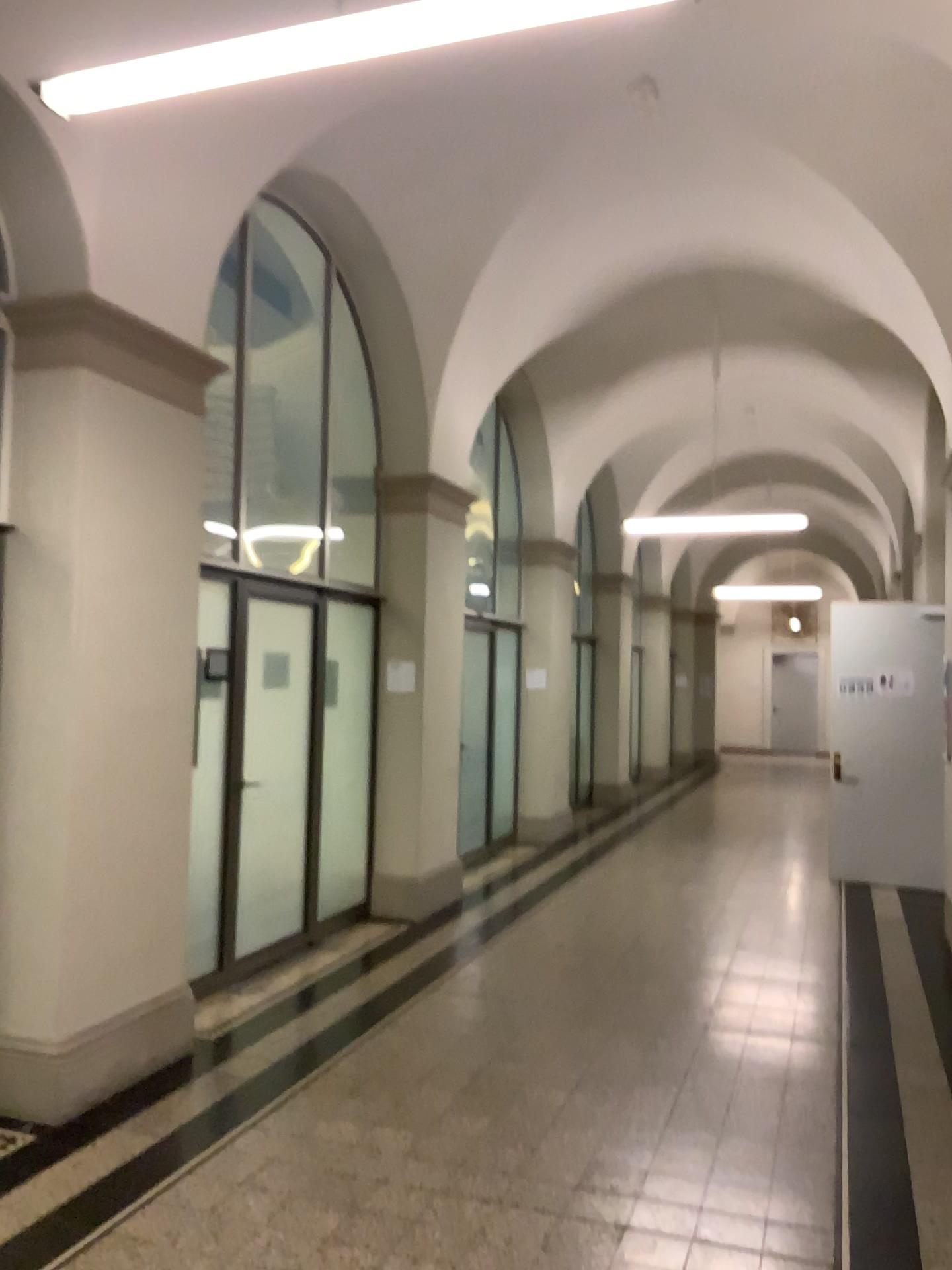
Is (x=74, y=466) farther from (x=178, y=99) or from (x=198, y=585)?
(x=178, y=99)

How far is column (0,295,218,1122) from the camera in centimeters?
397cm

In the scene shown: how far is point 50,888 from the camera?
3.97m
